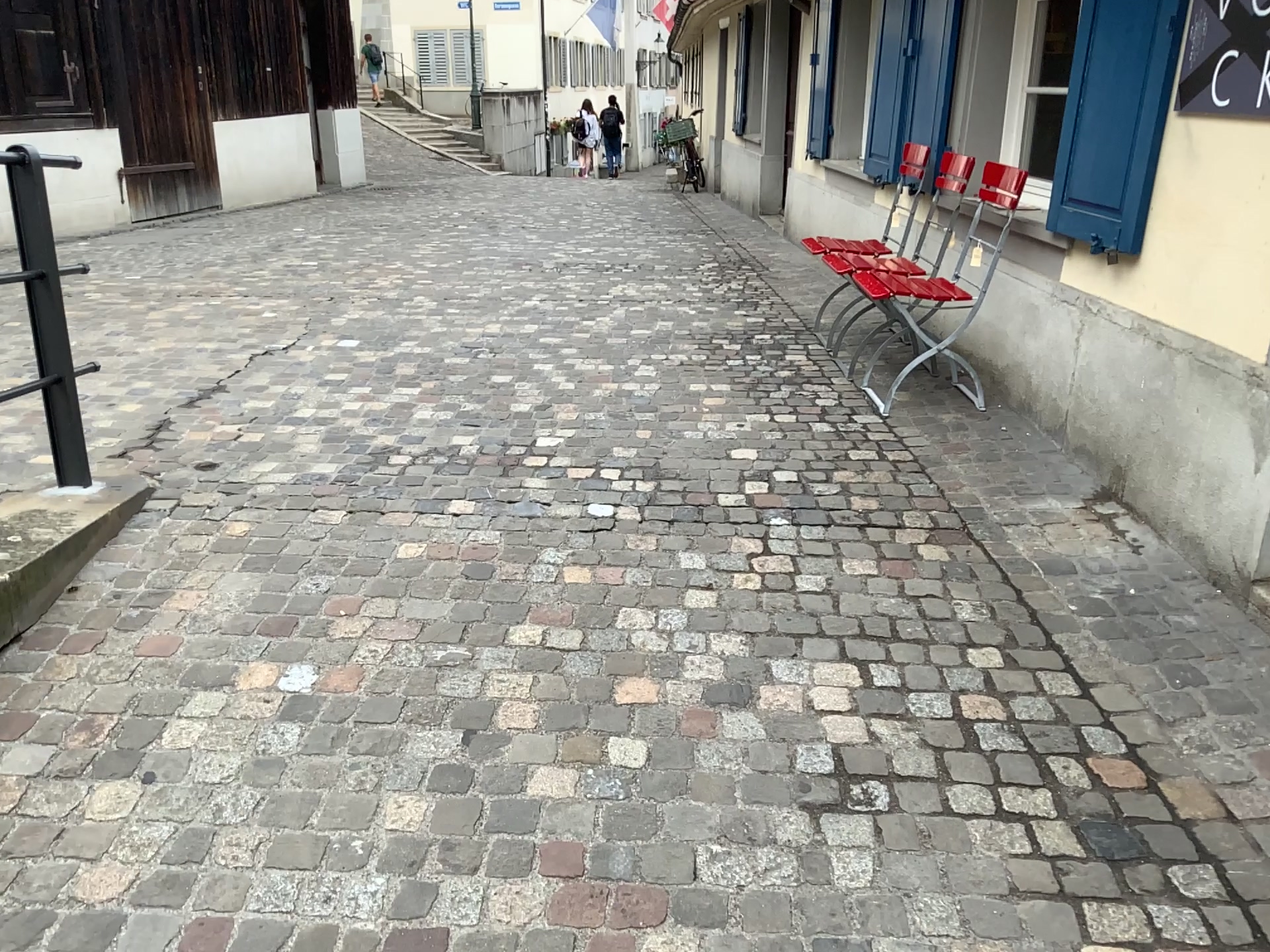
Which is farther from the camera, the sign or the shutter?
the shutter

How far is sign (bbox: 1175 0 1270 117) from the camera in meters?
2.5 m

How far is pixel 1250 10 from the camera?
2.54m

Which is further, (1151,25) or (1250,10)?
(1151,25)

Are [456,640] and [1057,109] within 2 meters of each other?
no
